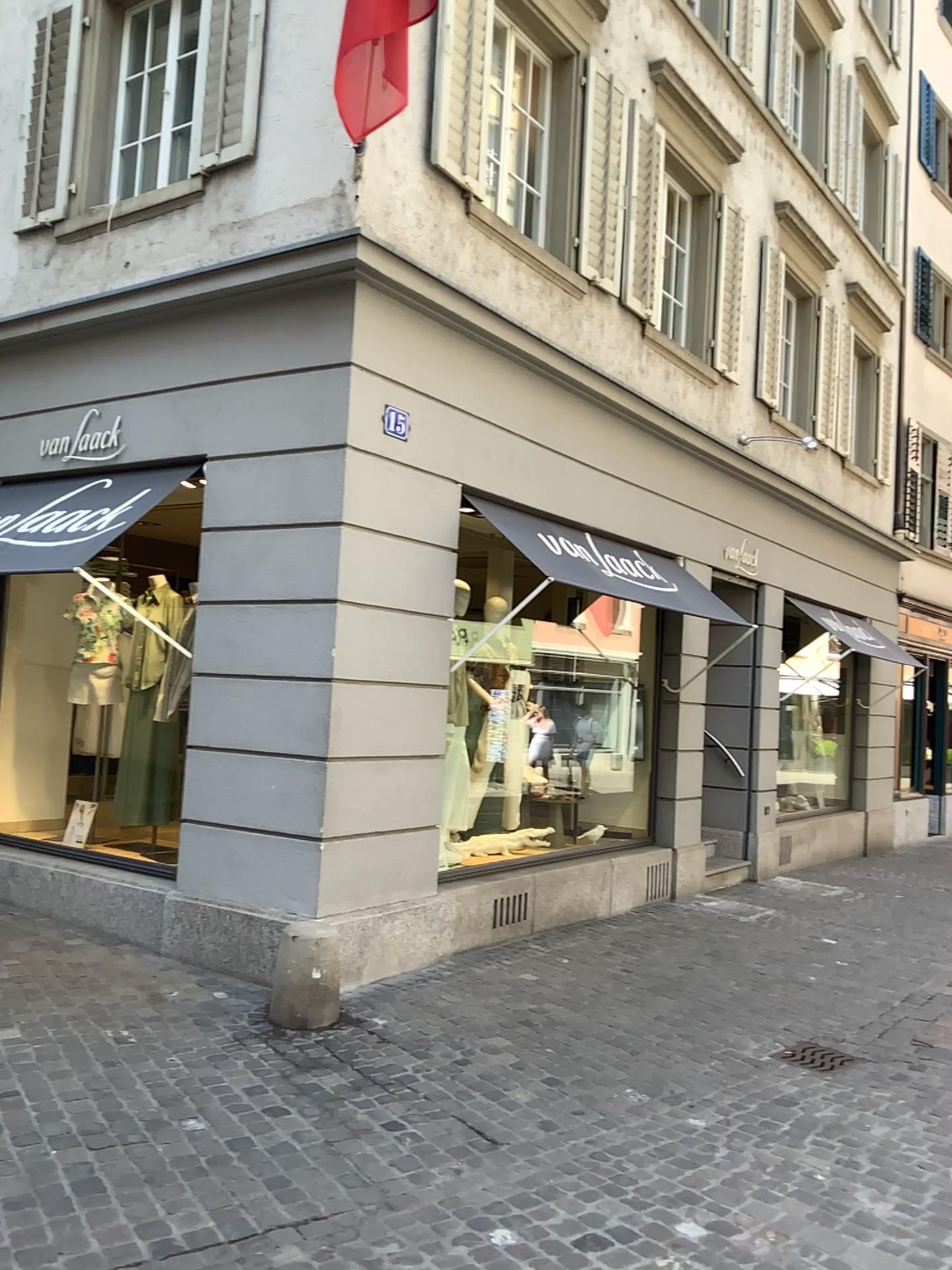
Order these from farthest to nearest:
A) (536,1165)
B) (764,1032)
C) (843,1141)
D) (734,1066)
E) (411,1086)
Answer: (764,1032)
(734,1066)
(411,1086)
(843,1141)
(536,1165)
